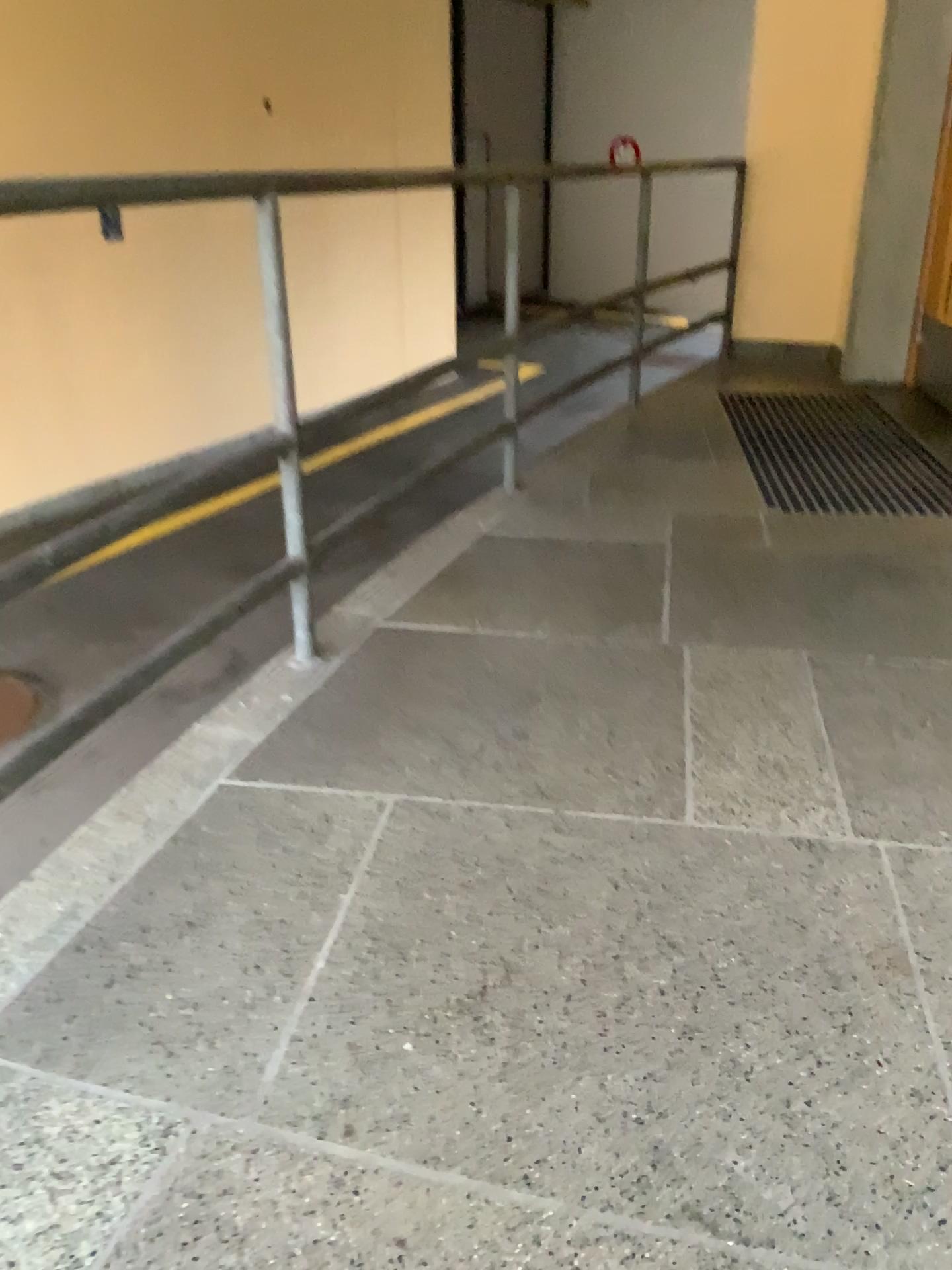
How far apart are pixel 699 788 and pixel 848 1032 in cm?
54
